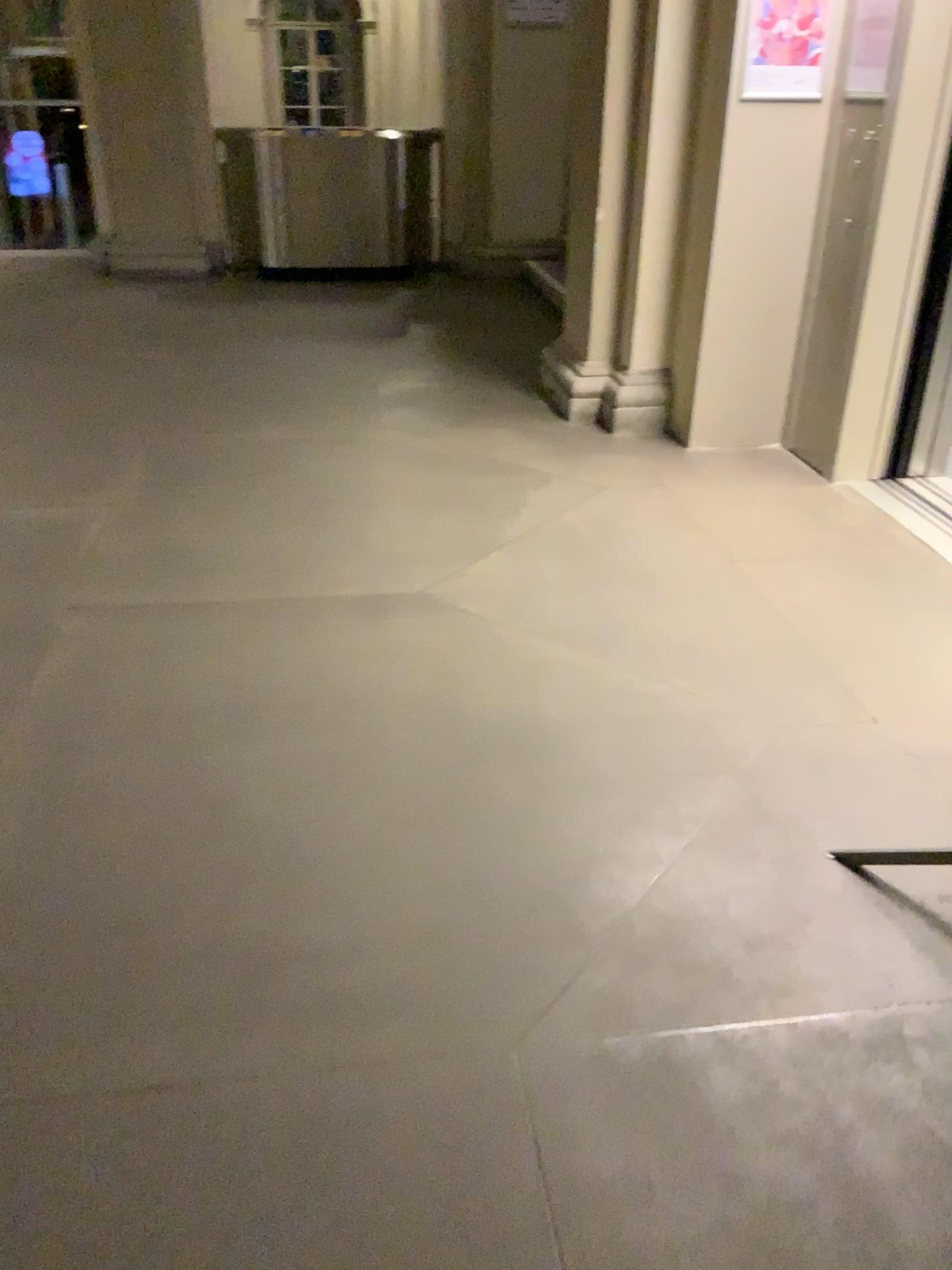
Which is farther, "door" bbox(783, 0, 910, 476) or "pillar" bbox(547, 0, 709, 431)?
"pillar" bbox(547, 0, 709, 431)

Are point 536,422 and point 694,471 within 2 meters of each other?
yes

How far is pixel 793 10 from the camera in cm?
384

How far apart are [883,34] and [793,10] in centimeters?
35cm

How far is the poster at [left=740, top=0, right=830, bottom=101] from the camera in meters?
3.8

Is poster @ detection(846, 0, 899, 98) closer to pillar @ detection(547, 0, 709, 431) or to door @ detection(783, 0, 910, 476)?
door @ detection(783, 0, 910, 476)

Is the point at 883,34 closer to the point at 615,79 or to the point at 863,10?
the point at 863,10

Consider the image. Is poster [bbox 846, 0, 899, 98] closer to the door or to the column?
the door

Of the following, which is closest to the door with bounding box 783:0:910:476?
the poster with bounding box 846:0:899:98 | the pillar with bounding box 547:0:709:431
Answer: the poster with bounding box 846:0:899:98
